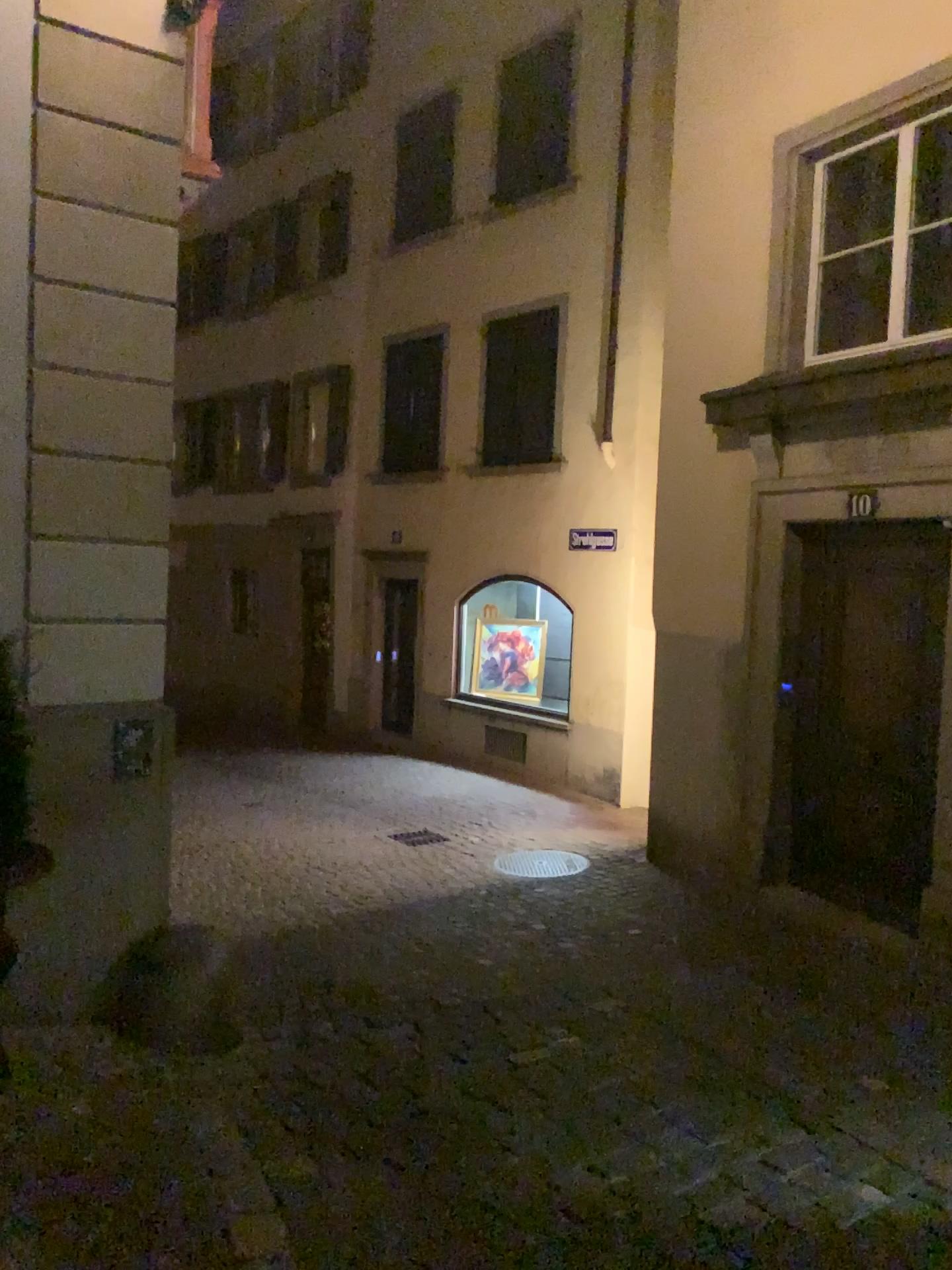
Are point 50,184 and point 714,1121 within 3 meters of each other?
no
